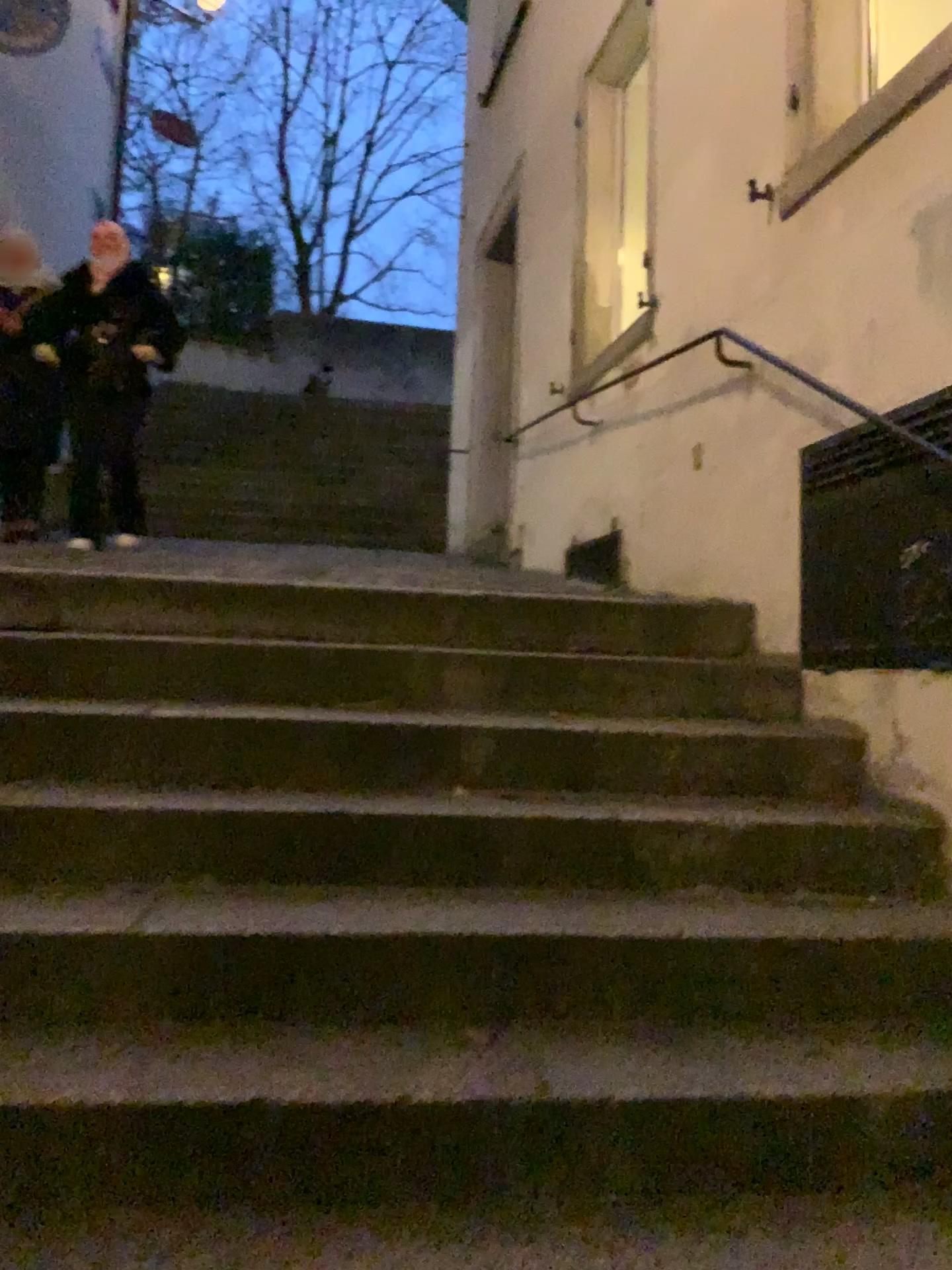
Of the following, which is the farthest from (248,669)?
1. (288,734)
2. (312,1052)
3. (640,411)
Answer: (640,411)

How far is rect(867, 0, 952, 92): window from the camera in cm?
262

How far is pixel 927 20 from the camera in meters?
2.6 m
